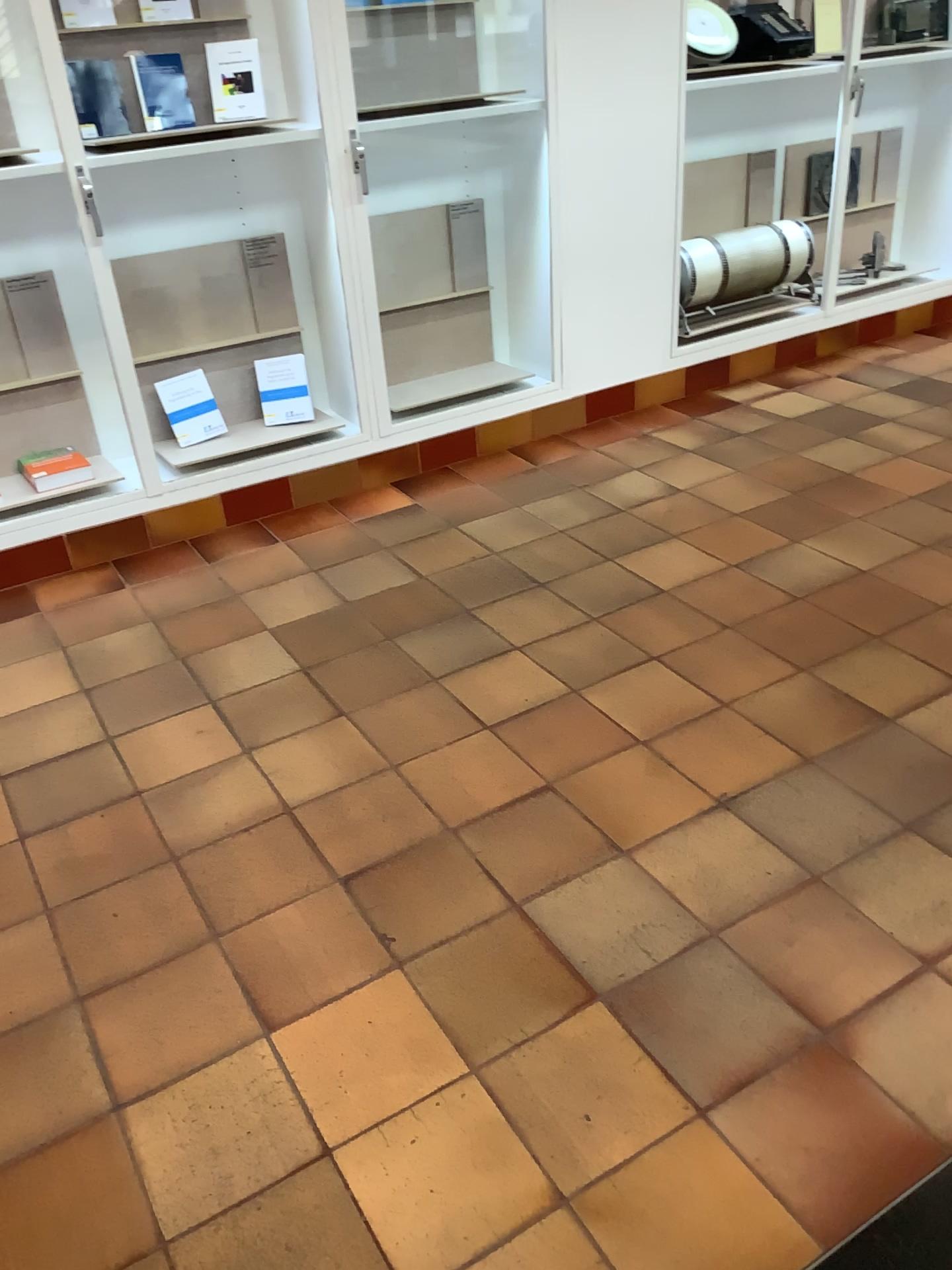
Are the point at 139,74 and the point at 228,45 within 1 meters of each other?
yes

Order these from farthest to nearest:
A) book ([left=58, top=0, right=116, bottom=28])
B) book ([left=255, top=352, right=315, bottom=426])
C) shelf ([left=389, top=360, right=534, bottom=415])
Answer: shelf ([left=389, top=360, right=534, bottom=415]) → book ([left=255, top=352, right=315, bottom=426]) → book ([left=58, top=0, right=116, bottom=28])

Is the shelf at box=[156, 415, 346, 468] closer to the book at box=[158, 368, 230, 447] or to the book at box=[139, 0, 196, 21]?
the book at box=[158, 368, 230, 447]

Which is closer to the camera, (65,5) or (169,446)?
(65,5)

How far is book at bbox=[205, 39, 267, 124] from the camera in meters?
3.2 m

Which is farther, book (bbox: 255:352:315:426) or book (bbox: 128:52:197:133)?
book (bbox: 255:352:315:426)

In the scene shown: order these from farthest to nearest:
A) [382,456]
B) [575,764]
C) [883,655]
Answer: [382,456] < [883,655] < [575,764]

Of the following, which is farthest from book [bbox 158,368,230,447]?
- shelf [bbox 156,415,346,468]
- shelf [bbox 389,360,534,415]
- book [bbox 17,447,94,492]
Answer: shelf [bbox 389,360,534,415]

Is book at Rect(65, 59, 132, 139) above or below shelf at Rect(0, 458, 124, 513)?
above

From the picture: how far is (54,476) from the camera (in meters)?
3.38
